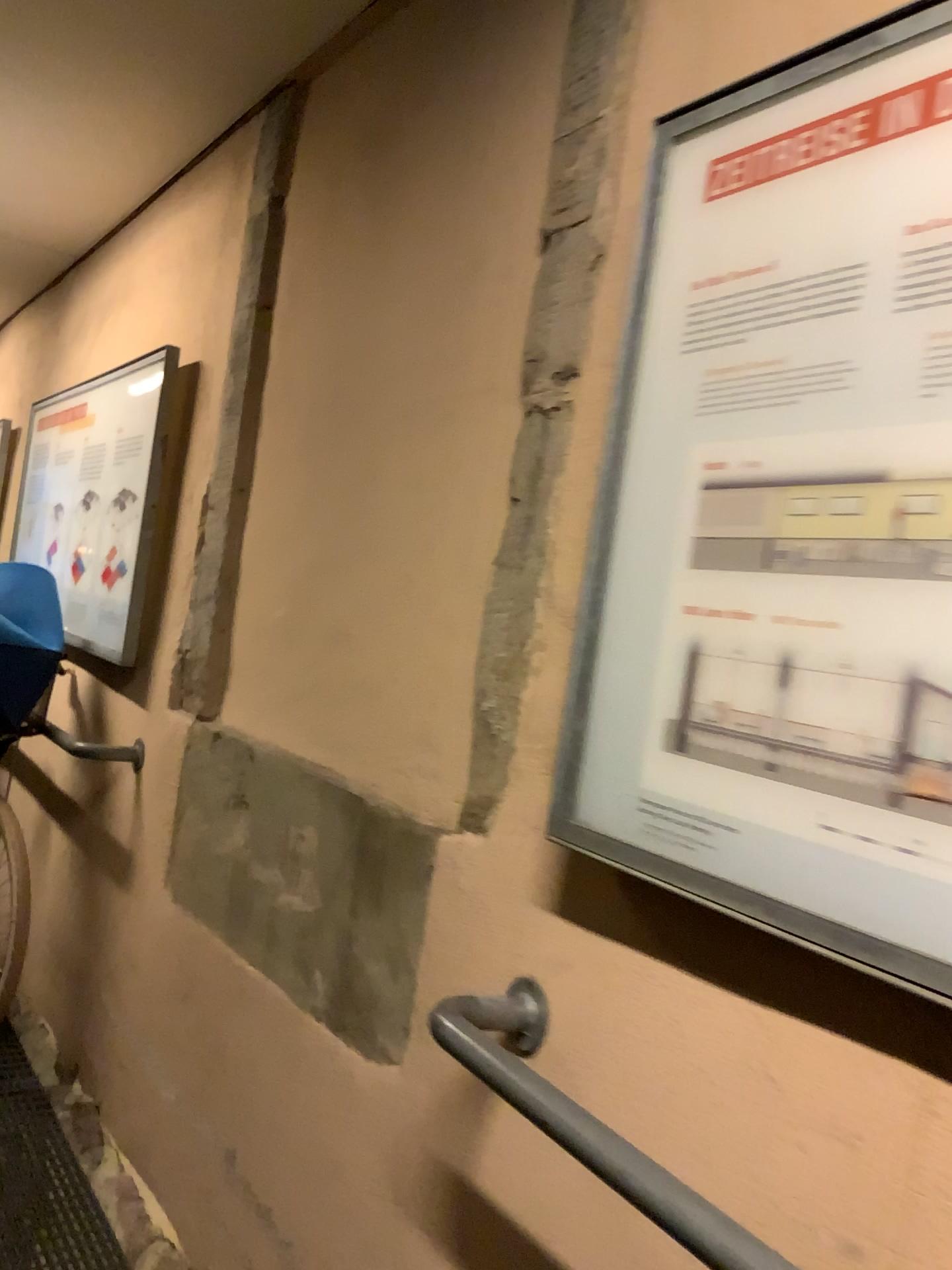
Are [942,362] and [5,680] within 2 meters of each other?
no

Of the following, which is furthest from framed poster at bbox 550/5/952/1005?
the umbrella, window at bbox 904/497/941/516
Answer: the umbrella

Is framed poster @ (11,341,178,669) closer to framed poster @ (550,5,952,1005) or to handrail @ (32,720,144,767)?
handrail @ (32,720,144,767)

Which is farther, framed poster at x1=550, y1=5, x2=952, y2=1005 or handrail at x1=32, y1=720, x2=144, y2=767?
handrail at x1=32, y1=720, x2=144, y2=767

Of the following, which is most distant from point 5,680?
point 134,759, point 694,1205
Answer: point 694,1205

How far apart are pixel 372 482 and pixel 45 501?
2.7 meters

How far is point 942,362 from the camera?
0.9 meters

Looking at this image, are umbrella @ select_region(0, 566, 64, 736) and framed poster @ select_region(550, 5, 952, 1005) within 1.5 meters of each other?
no

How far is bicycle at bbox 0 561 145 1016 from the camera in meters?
2.8

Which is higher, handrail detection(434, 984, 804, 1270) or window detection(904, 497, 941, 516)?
window detection(904, 497, 941, 516)
